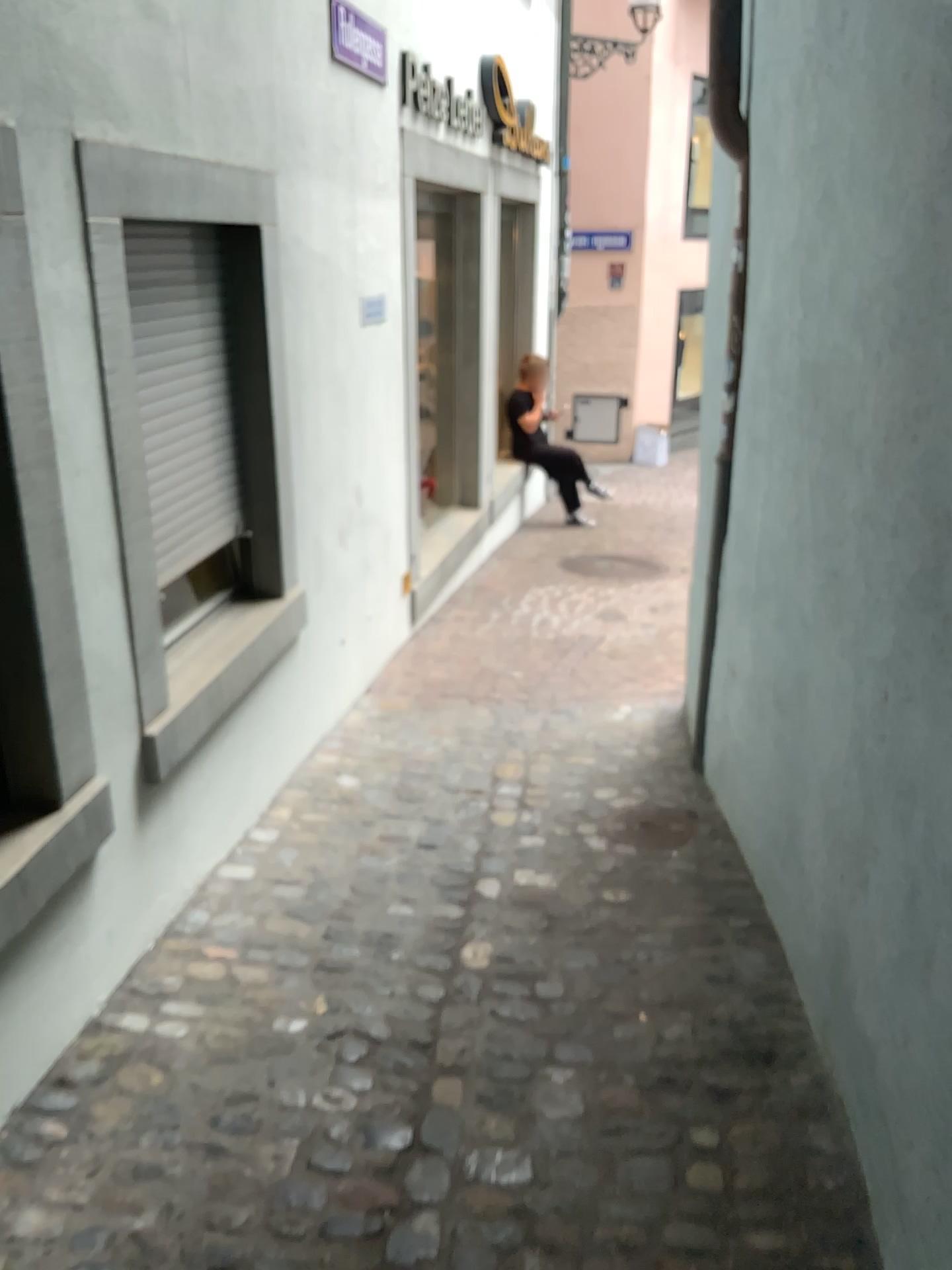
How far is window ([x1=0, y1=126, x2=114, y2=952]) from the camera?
2.0 meters

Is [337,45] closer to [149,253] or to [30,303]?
[149,253]

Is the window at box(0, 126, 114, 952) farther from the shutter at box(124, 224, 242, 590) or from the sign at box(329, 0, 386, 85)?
the sign at box(329, 0, 386, 85)

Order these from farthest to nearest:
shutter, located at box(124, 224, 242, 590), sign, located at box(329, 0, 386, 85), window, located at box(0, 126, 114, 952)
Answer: sign, located at box(329, 0, 386, 85)
shutter, located at box(124, 224, 242, 590)
window, located at box(0, 126, 114, 952)

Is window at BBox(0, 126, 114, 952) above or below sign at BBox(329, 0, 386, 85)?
below

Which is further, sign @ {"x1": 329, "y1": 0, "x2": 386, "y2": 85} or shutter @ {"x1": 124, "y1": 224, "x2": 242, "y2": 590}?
sign @ {"x1": 329, "y1": 0, "x2": 386, "y2": 85}

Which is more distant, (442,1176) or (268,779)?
(268,779)

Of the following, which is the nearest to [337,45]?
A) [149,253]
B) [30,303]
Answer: [149,253]

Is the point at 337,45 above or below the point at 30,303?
above

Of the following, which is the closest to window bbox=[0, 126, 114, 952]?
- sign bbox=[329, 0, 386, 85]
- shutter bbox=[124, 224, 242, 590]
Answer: shutter bbox=[124, 224, 242, 590]
